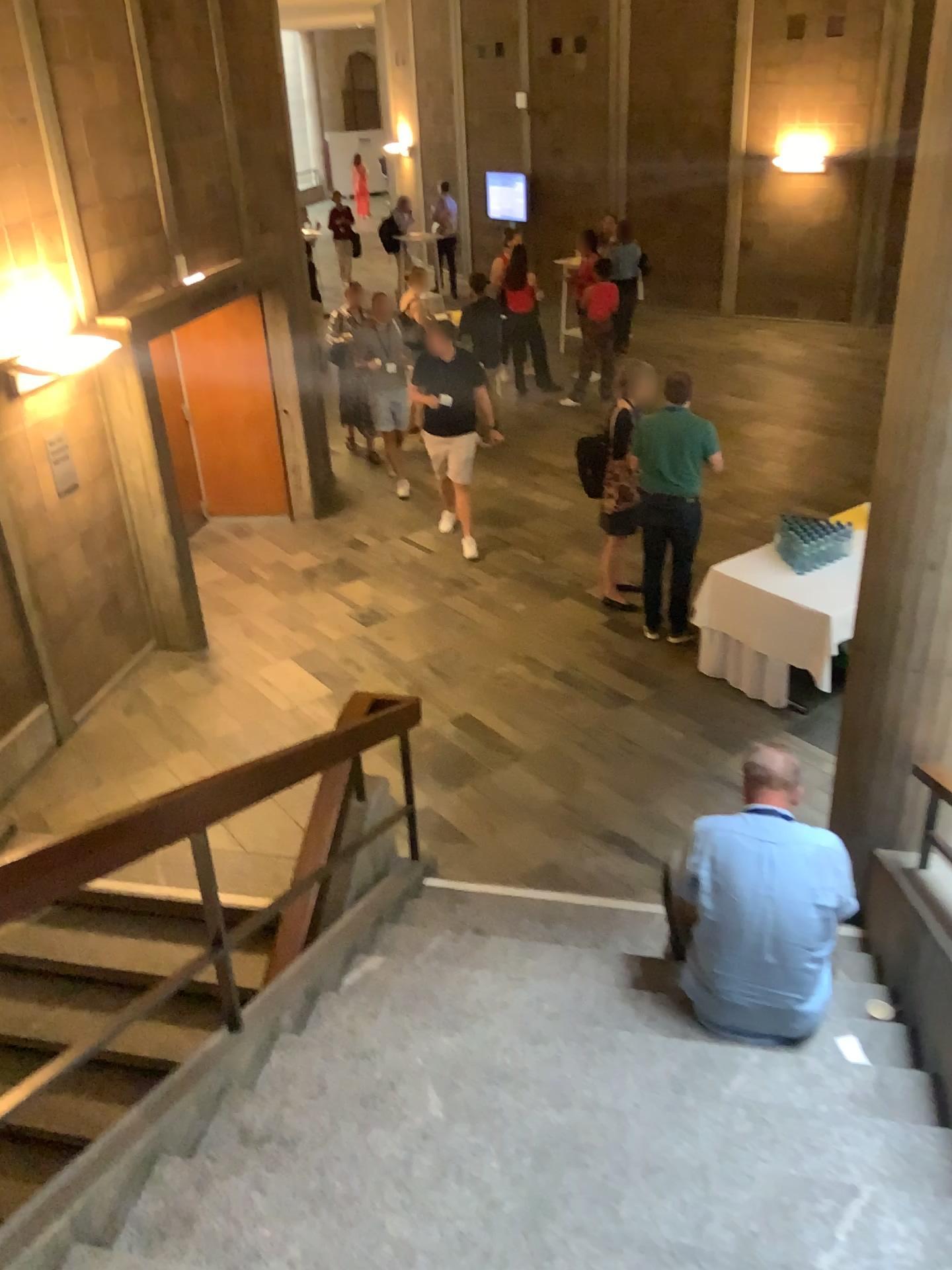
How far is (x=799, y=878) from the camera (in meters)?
3.25

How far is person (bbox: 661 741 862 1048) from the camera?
3.2m

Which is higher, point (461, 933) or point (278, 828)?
point (278, 828)
